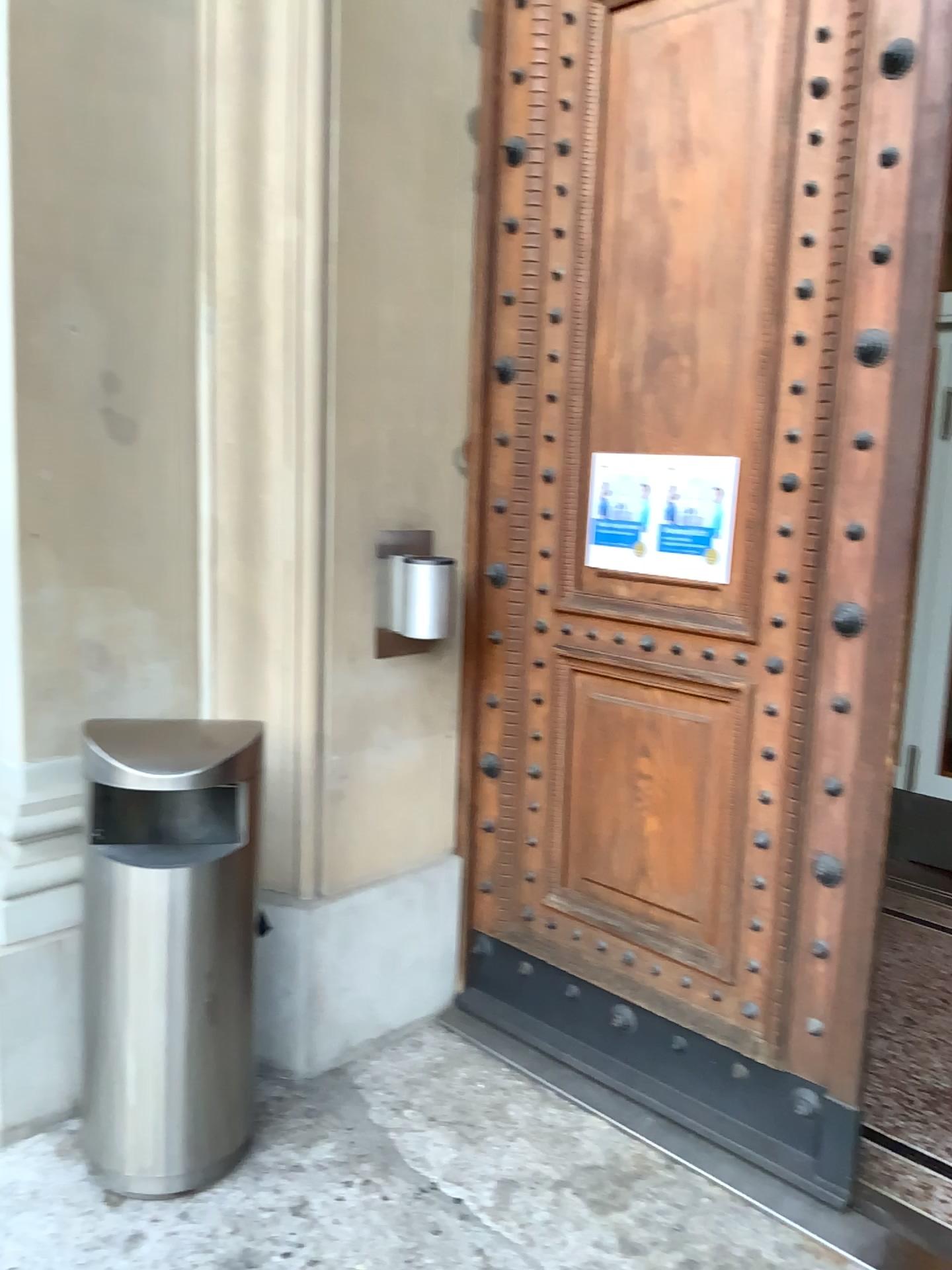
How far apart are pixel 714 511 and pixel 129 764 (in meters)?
1.46

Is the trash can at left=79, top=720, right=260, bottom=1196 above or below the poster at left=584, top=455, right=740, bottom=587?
below

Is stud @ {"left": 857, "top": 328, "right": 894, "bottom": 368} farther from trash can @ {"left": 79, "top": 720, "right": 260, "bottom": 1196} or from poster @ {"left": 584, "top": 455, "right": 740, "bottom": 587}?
trash can @ {"left": 79, "top": 720, "right": 260, "bottom": 1196}

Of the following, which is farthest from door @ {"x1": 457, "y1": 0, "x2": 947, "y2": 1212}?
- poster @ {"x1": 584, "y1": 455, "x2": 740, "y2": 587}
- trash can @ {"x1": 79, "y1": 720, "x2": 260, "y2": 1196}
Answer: trash can @ {"x1": 79, "y1": 720, "x2": 260, "y2": 1196}

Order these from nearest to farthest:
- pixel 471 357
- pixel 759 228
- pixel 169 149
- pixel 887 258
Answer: pixel 887 258
pixel 759 228
pixel 169 149
pixel 471 357

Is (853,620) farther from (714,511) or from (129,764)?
(129,764)

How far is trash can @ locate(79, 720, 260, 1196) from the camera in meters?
2.3

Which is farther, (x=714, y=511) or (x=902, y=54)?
(x=714, y=511)

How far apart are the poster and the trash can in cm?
100

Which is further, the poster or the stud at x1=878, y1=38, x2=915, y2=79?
the poster
